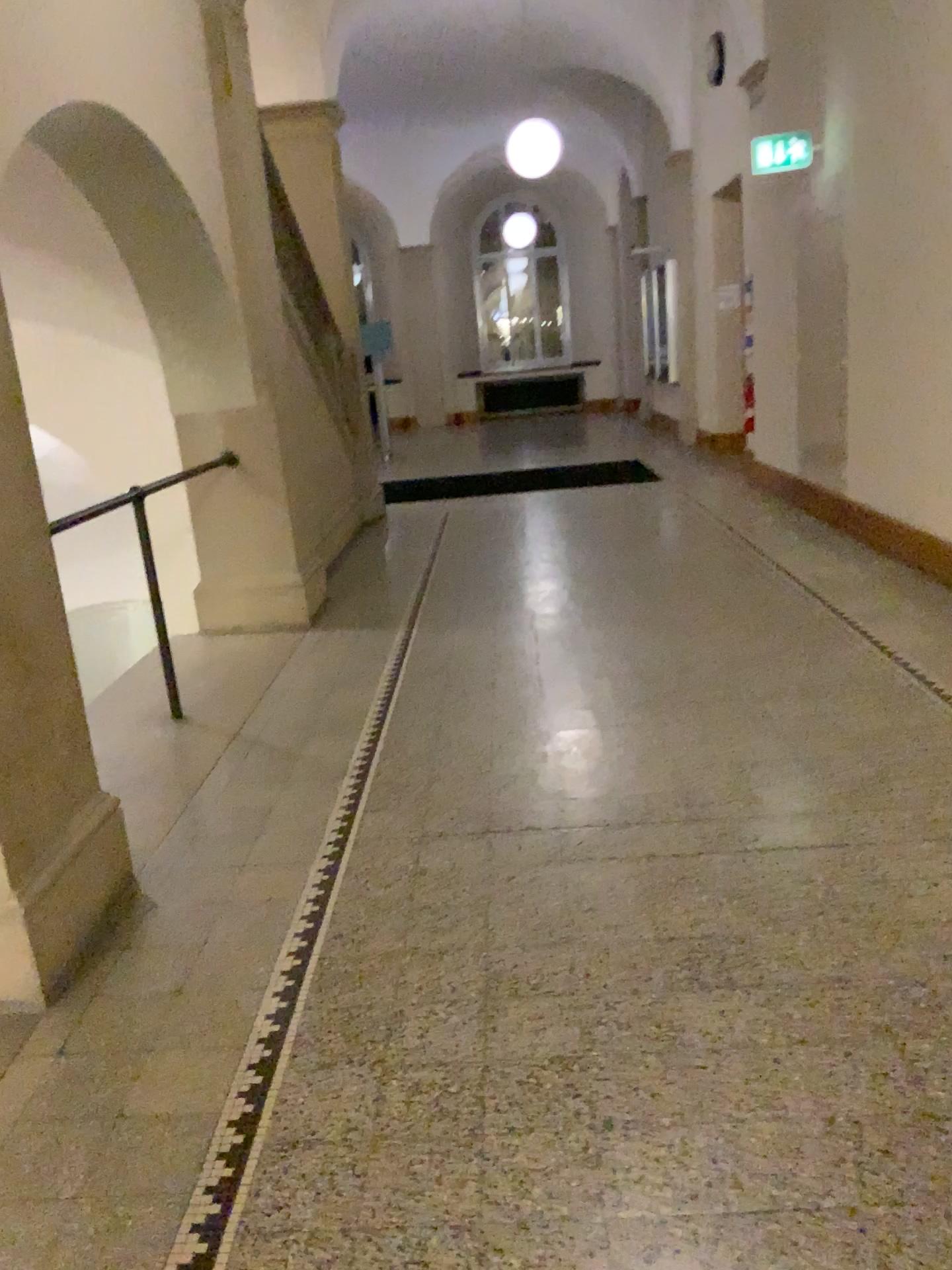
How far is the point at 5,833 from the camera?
2.3 meters

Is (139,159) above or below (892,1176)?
above

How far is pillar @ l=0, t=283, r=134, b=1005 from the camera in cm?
234
